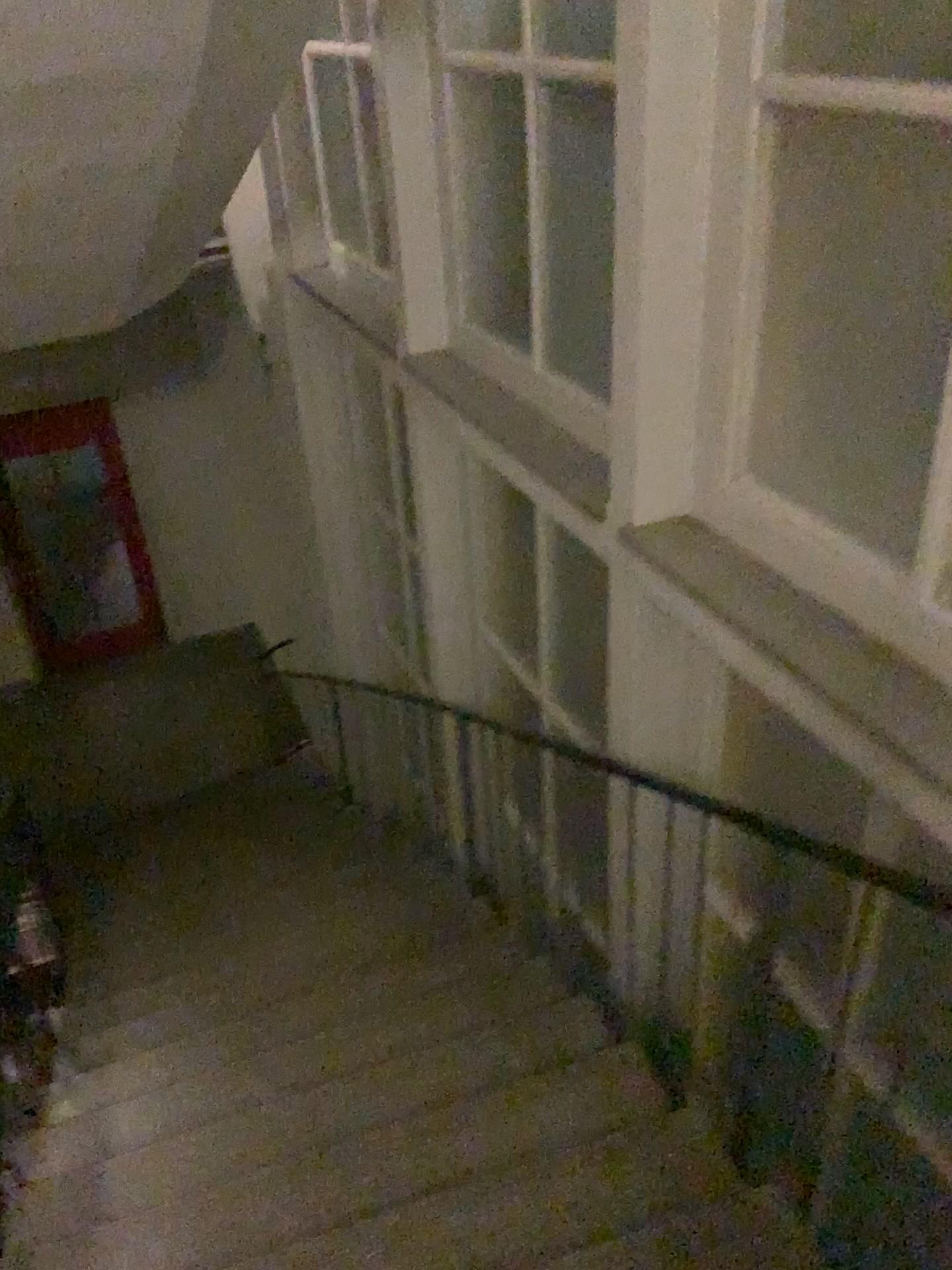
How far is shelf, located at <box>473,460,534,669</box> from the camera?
4.20m

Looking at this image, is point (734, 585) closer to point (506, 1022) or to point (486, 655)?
point (506, 1022)

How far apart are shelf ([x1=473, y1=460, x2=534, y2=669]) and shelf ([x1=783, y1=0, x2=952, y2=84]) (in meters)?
2.32

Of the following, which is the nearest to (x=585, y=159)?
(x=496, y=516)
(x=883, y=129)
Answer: (x=883, y=129)

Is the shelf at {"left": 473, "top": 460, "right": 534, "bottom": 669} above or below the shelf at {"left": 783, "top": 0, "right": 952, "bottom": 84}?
below

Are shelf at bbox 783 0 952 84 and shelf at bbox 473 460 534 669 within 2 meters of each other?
no

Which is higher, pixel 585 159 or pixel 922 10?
pixel 922 10

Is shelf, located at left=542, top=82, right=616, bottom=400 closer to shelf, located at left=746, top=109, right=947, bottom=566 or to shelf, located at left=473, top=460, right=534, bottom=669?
shelf, located at left=746, top=109, right=947, bottom=566

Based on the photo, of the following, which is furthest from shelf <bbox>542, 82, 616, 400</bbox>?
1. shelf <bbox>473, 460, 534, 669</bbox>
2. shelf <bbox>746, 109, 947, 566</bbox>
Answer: shelf <bbox>473, 460, 534, 669</bbox>

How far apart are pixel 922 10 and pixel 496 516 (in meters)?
2.66
